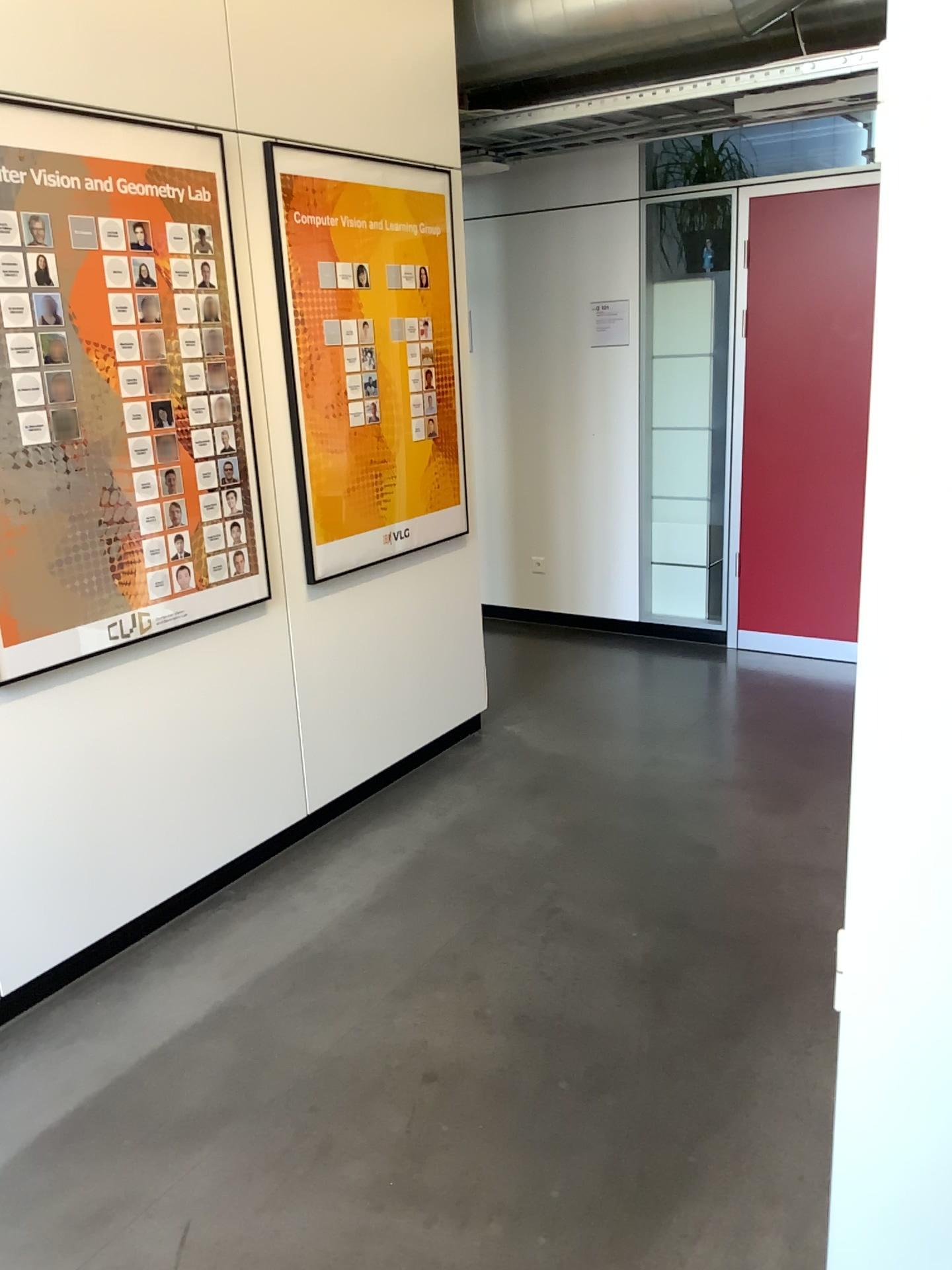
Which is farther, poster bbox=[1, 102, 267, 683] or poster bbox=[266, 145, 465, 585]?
poster bbox=[266, 145, 465, 585]

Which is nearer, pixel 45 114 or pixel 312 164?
pixel 45 114

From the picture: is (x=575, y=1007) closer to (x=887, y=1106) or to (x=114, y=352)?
(x=887, y=1106)
